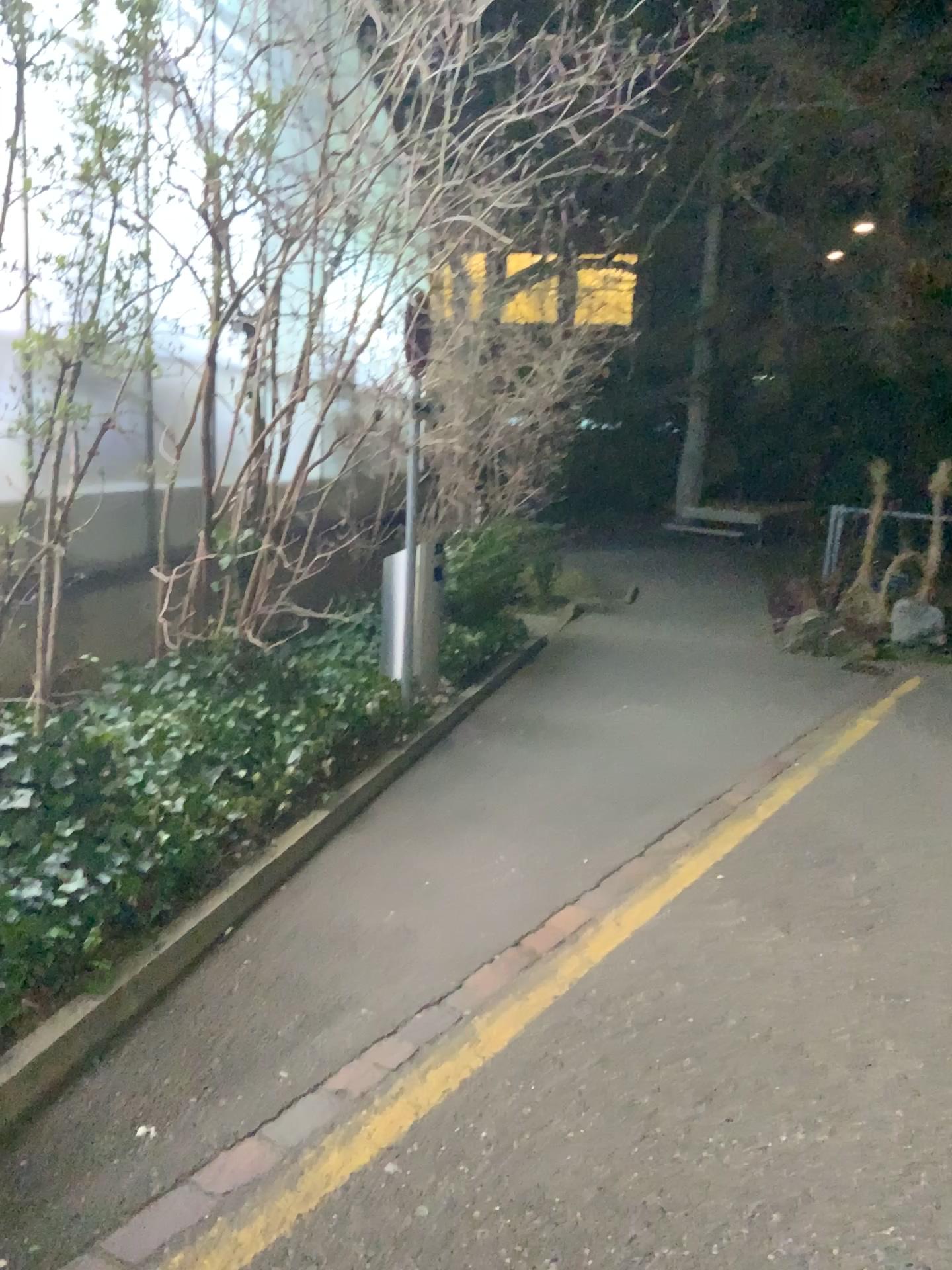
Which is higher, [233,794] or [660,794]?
[233,794]
